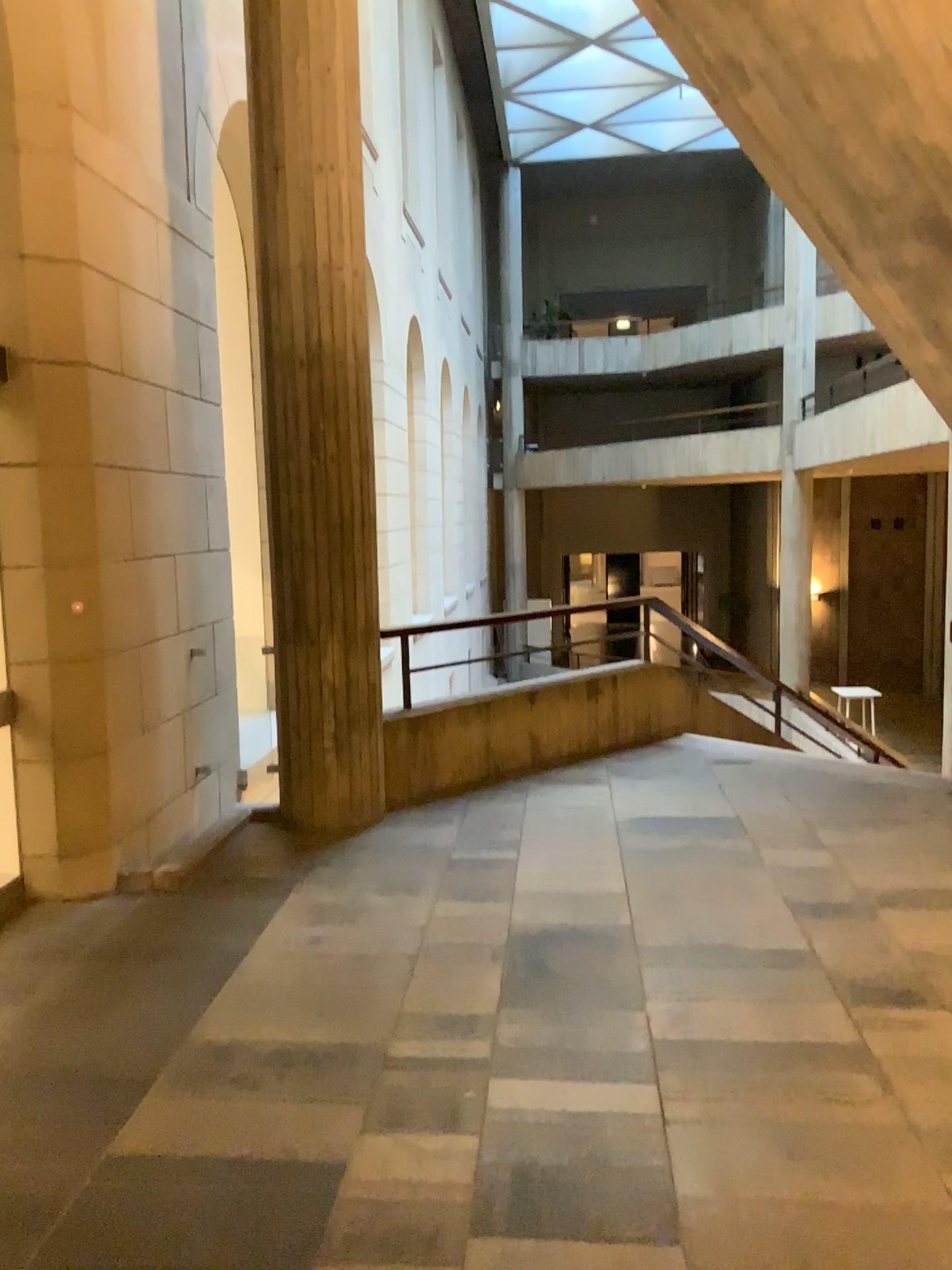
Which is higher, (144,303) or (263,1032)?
(144,303)
